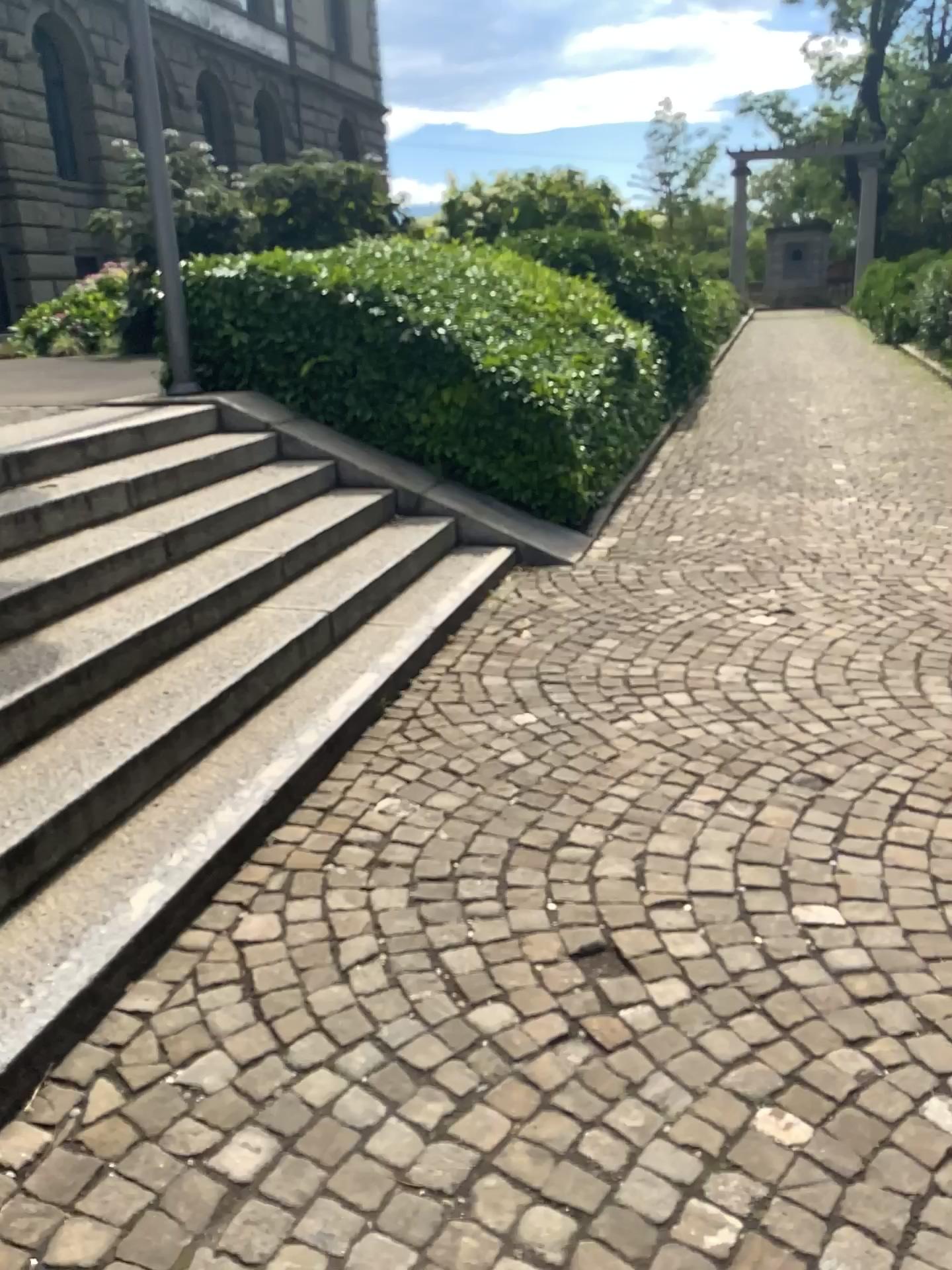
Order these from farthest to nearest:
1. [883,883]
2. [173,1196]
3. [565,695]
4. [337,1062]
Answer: [565,695] < [883,883] < [337,1062] < [173,1196]
